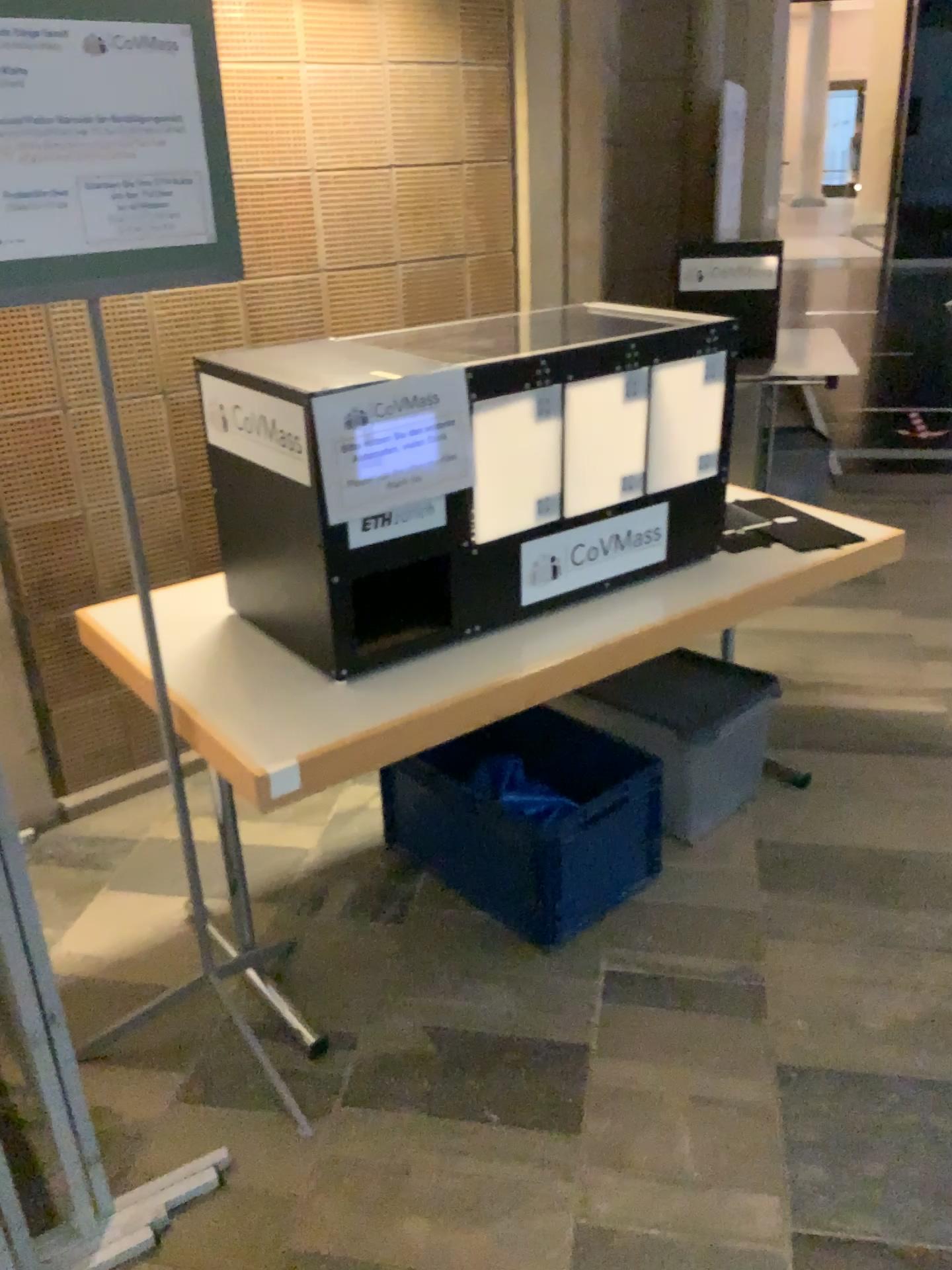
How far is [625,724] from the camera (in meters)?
2.53

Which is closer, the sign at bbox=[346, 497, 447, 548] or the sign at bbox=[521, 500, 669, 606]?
the sign at bbox=[346, 497, 447, 548]

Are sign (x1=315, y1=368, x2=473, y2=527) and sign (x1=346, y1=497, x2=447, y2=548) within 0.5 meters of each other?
yes

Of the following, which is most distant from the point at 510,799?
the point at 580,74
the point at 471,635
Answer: the point at 580,74

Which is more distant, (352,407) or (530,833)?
(530,833)

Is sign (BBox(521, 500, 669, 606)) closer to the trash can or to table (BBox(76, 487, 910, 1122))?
table (BBox(76, 487, 910, 1122))

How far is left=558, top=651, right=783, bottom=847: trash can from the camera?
2.5 meters

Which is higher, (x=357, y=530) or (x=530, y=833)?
(x=357, y=530)

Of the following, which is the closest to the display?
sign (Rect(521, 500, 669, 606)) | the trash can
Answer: sign (Rect(521, 500, 669, 606))

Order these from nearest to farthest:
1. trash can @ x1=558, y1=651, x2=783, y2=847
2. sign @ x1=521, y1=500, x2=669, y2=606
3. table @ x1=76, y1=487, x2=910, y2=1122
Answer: table @ x1=76, y1=487, x2=910, y2=1122
sign @ x1=521, y1=500, x2=669, y2=606
trash can @ x1=558, y1=651, x2=783, y2=847
